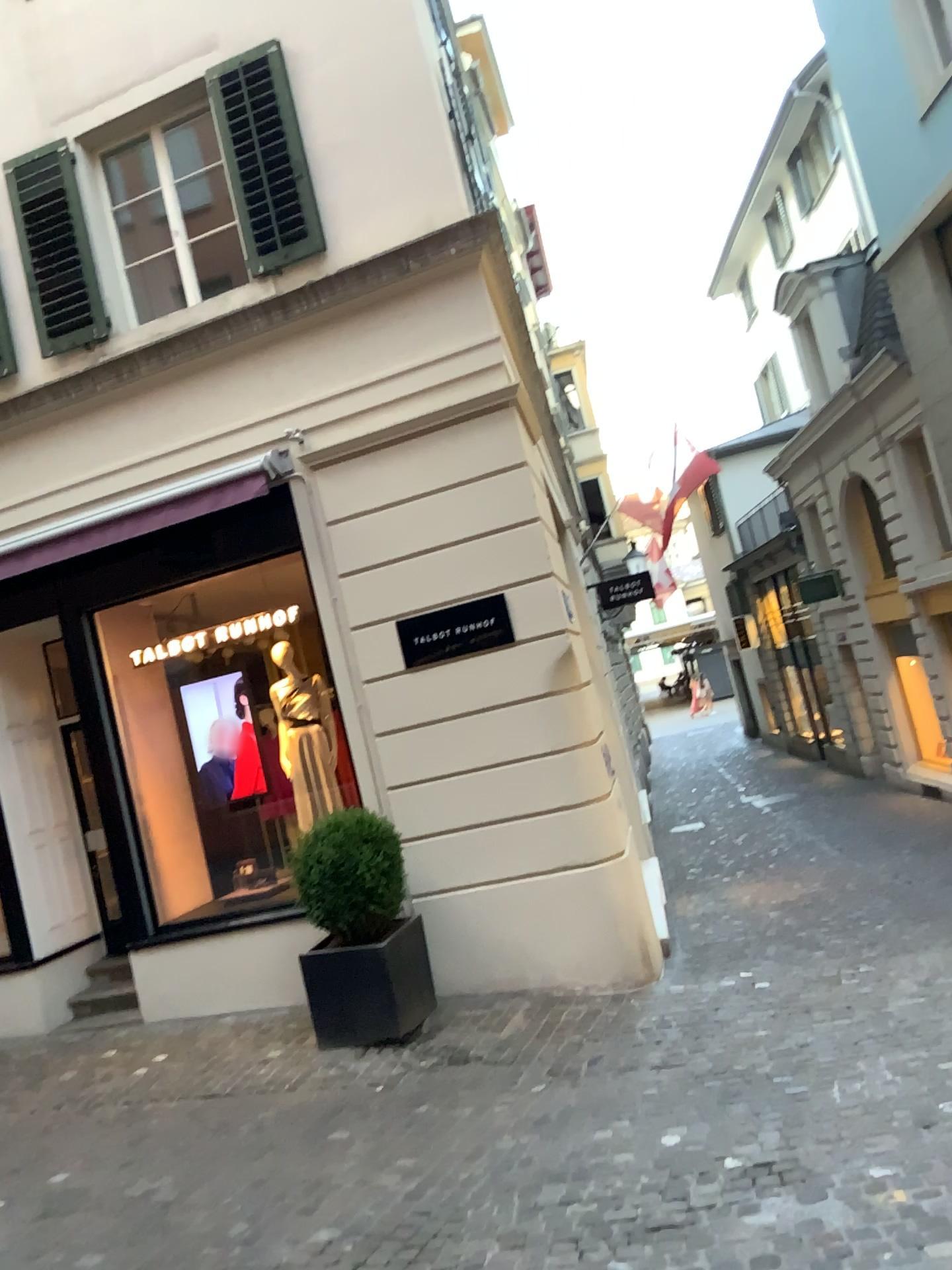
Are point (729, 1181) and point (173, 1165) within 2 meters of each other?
no
